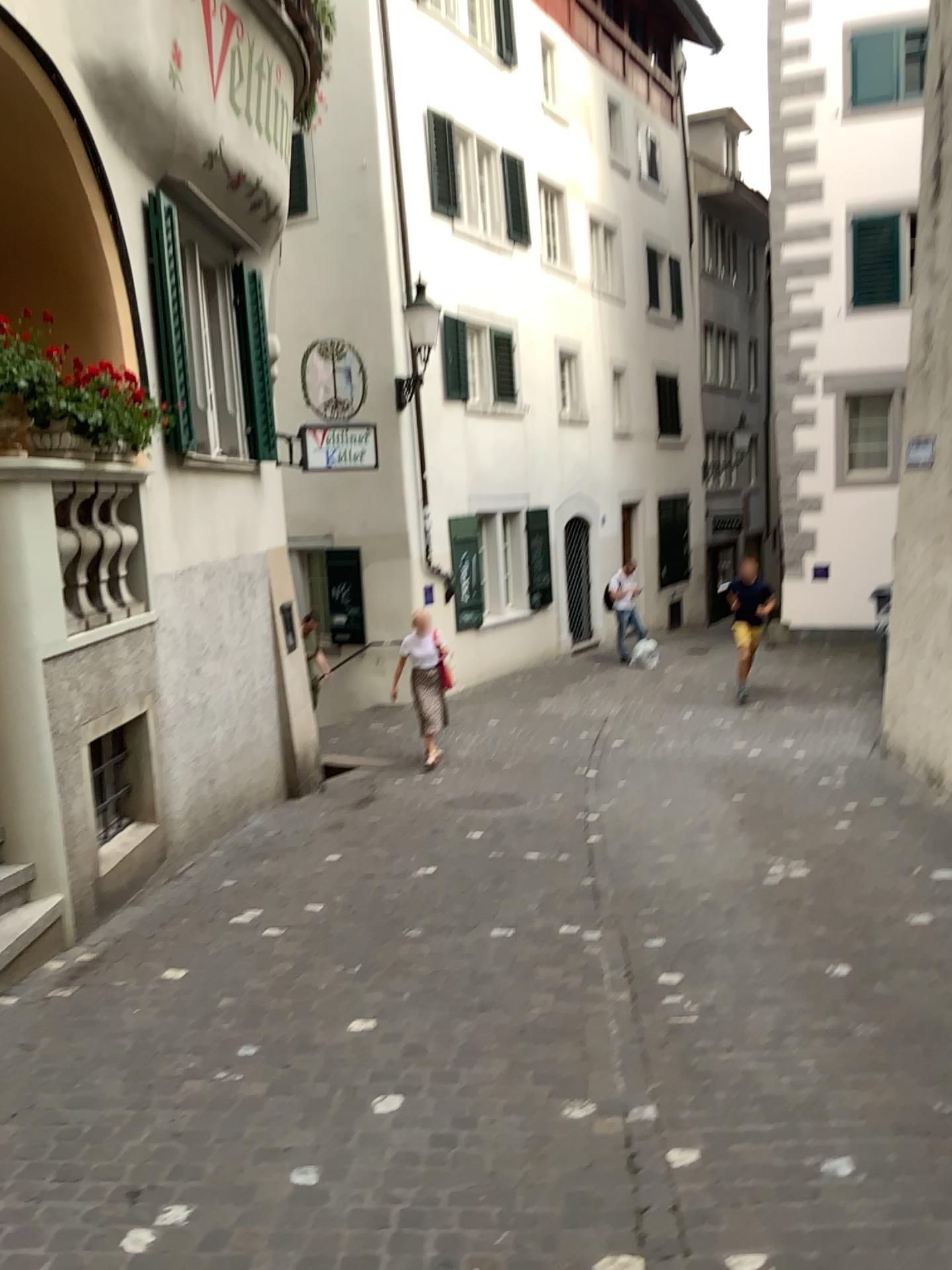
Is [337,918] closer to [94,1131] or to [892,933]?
[94,1131]
